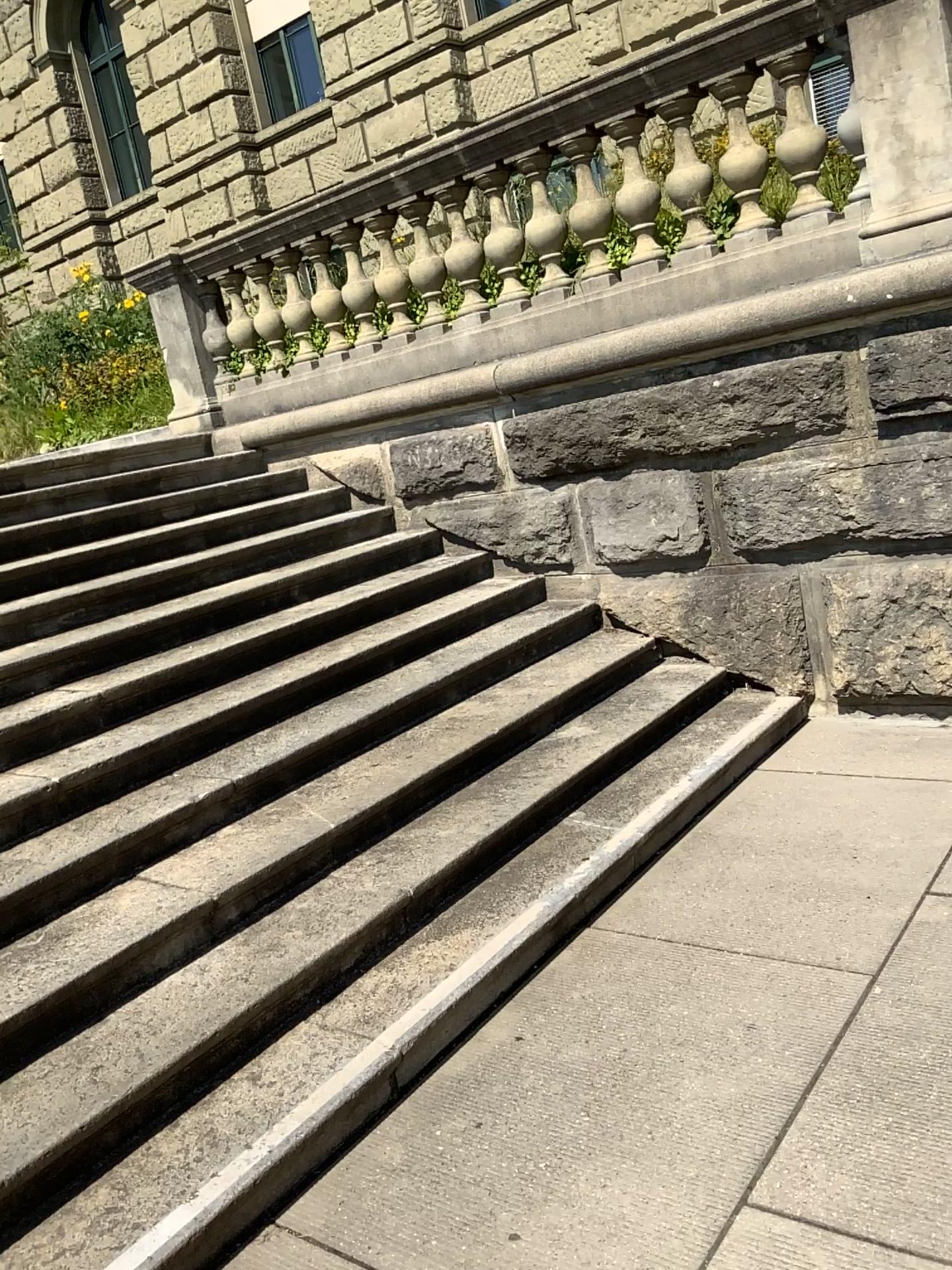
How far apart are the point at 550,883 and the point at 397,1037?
0.8m
